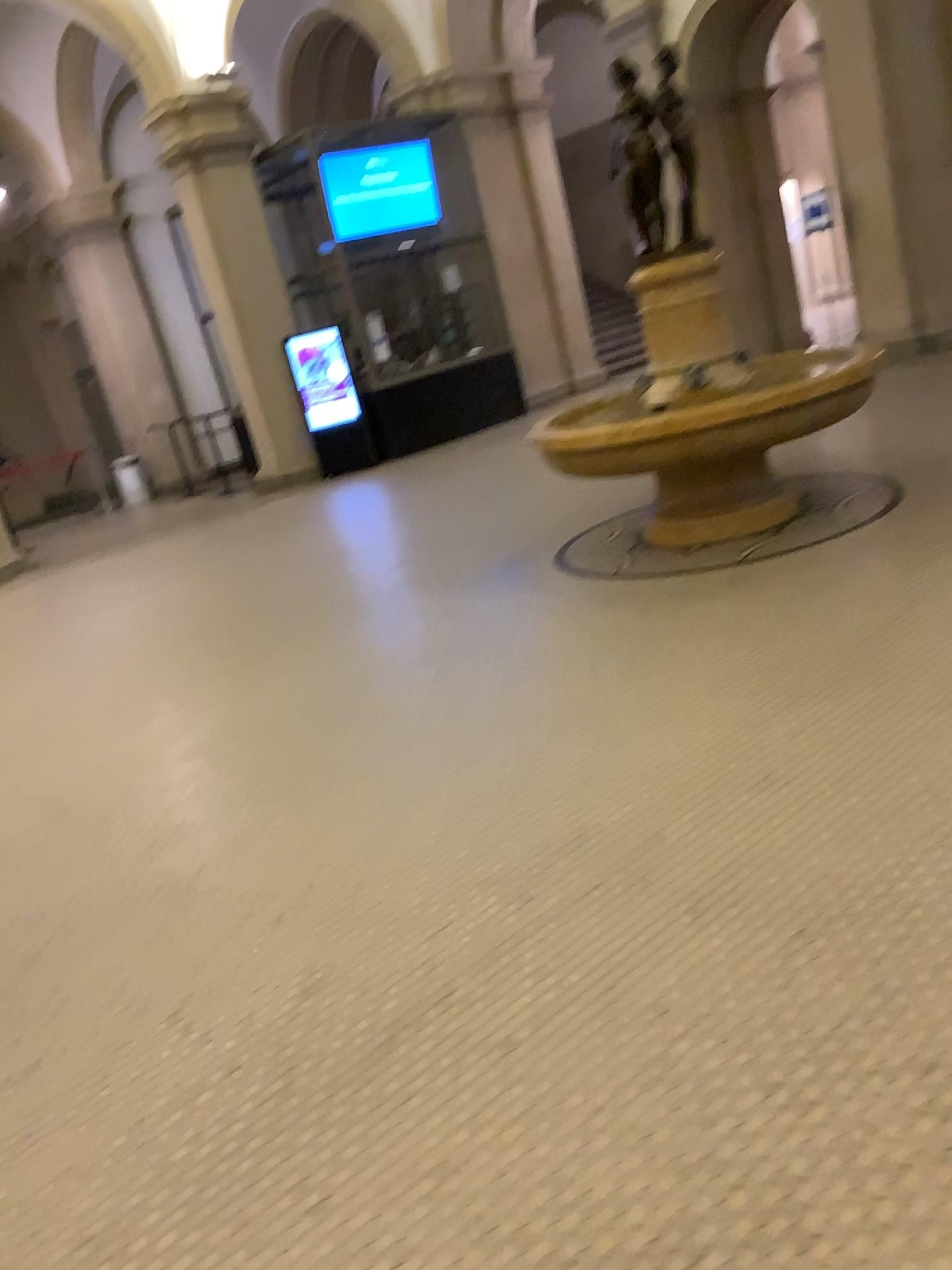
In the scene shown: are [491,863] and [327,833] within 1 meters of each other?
yes
